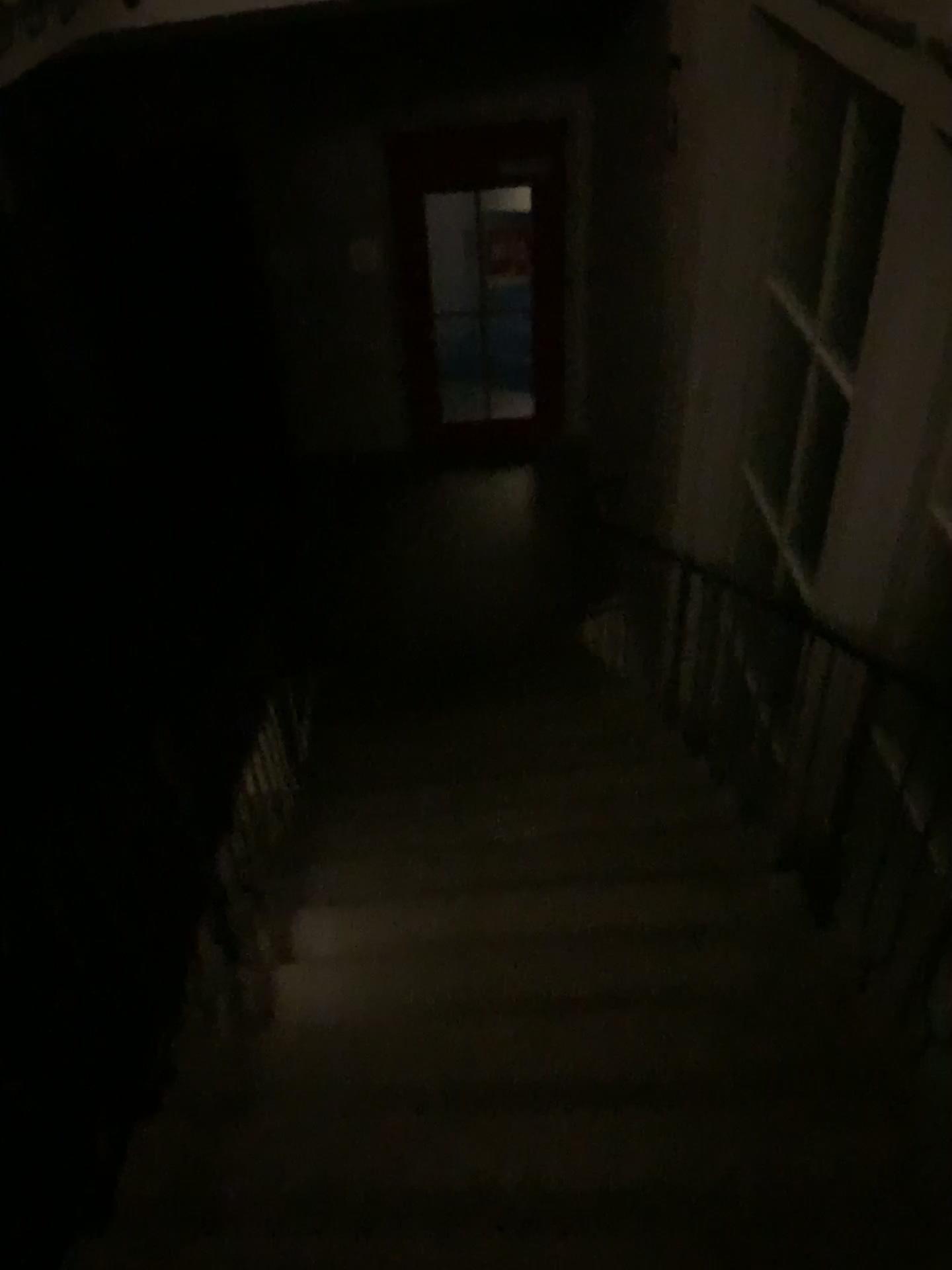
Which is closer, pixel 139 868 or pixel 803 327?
pixel 139 868

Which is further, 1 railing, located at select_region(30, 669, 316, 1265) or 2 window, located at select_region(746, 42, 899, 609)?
2 window, located at select_region(746, 42, 899, 609)

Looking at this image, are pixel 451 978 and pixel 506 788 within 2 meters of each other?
yes
